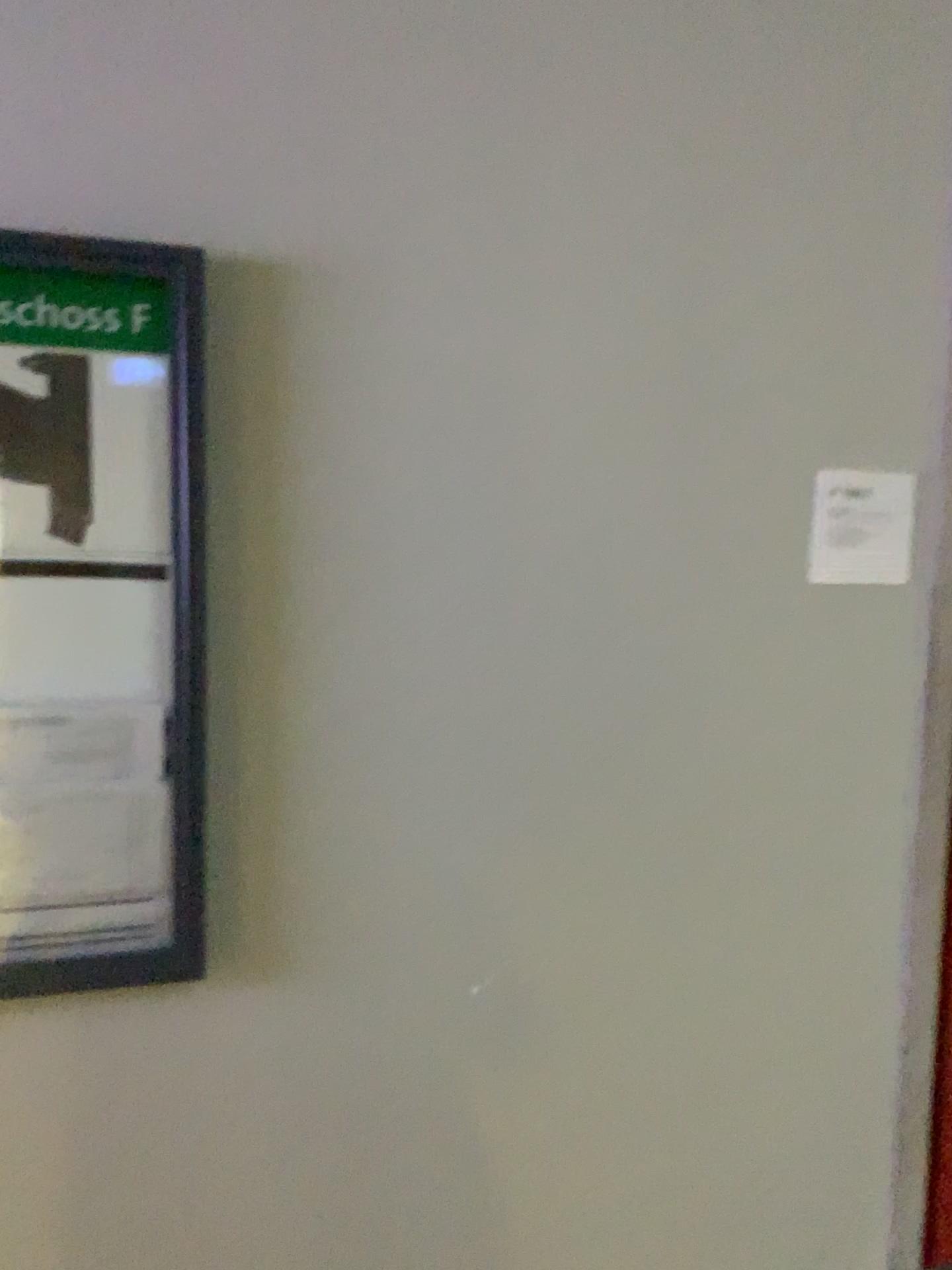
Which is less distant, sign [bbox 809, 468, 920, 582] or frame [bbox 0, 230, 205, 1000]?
frame [bbox 0, 230, 205, 1000]

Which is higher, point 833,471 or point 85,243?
point 85,243

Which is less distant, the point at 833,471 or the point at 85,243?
the point at 85,243

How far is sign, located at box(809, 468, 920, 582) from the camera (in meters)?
1.96

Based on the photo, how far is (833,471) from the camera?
2.0m

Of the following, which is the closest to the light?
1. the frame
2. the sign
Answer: the frame

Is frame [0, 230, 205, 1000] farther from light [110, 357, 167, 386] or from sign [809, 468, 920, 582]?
sign [809, 468, 920, 582]

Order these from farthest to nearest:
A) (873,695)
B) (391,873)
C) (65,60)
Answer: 1. (873,695)
2. (391,873)
3. (65,60)

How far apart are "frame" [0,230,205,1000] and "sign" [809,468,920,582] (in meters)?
1.12

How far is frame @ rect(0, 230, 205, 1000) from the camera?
1.6m
